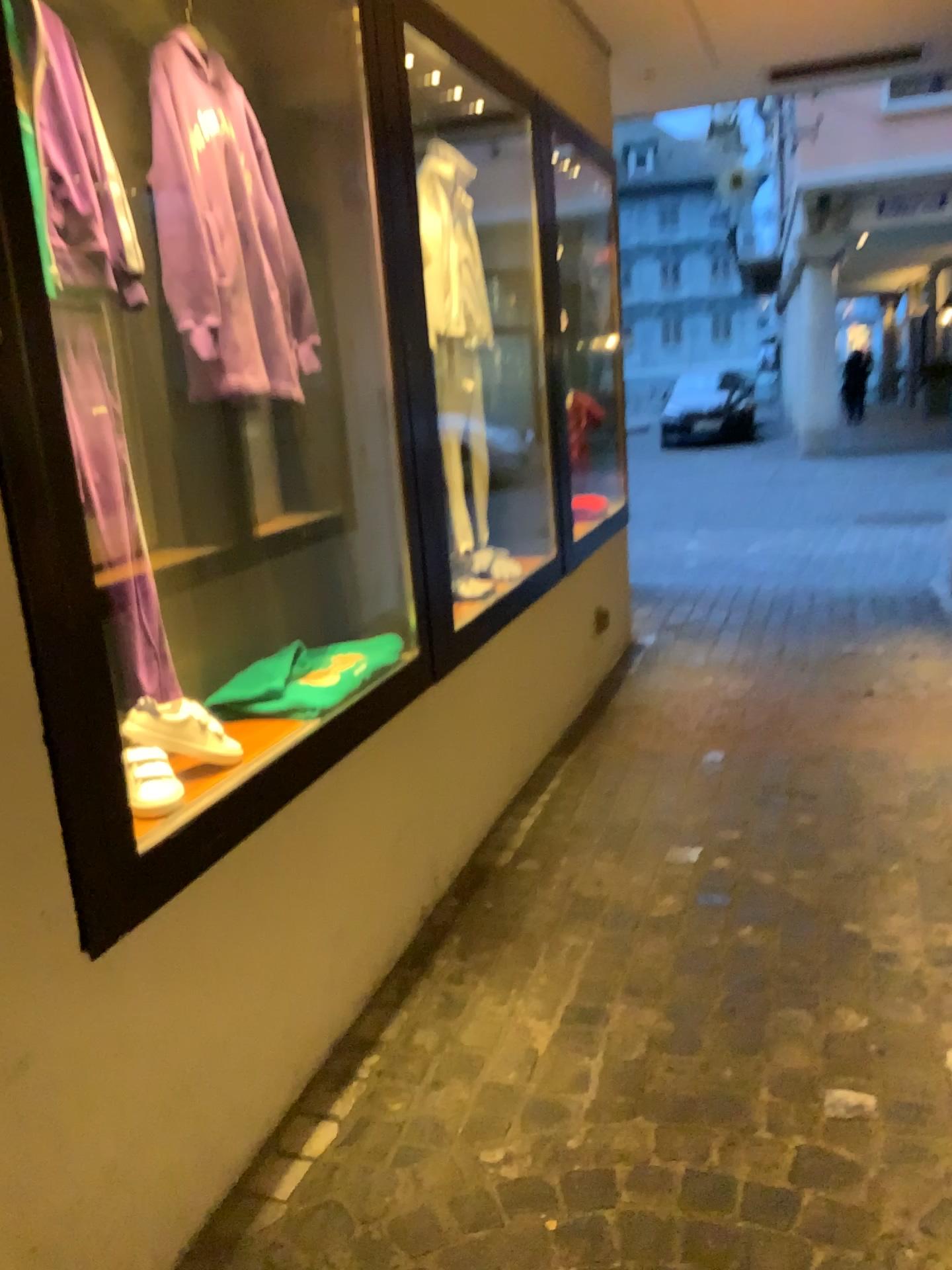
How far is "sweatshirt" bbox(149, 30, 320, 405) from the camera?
1.98m

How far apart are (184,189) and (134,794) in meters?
1.1

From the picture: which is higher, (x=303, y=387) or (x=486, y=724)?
(x=303, y=387)

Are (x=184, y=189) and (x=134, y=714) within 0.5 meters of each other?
no

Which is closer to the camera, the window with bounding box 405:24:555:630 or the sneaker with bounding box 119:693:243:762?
the sneaker with bounding box 119:693:243:762

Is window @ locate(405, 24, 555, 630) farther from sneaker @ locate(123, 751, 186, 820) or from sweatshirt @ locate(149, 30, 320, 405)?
sneaker @ locate(123, 751, 186, 820)

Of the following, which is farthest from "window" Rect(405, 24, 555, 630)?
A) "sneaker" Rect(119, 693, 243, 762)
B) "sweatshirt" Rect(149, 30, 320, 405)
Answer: "sneaker" Rect(119, 693, 243, 762)

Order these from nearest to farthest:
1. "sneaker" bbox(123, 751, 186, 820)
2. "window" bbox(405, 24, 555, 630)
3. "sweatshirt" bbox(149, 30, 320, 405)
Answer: "sneaker" bbox(123, 751, 186, 820), "sweatshirt" bbox(149, 30, 320, 405), "window" bbox(405, 24, 555, 630)

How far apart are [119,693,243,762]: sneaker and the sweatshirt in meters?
0.6 m

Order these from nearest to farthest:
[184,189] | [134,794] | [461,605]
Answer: [134,794], [184,189], [461,605]
